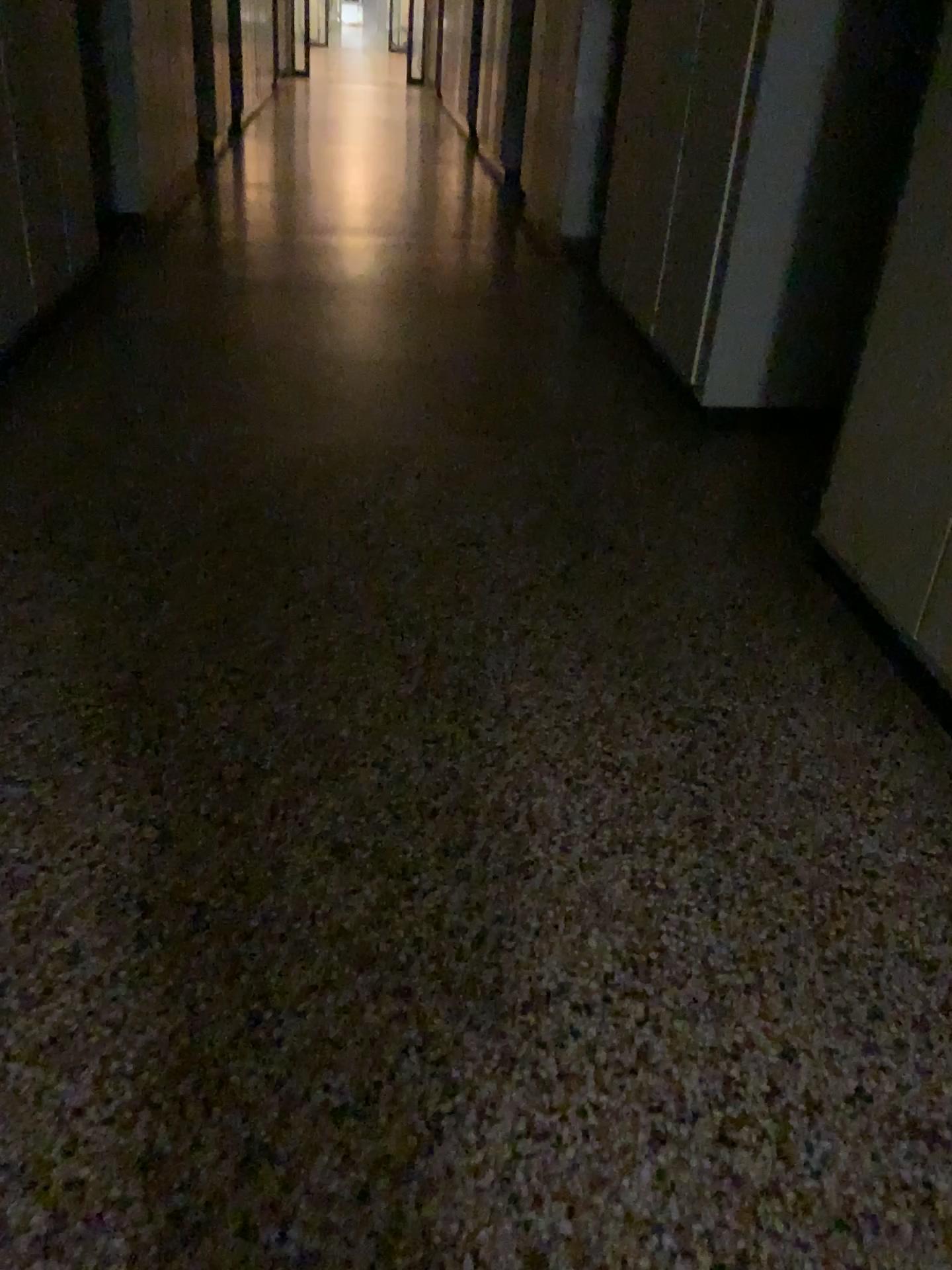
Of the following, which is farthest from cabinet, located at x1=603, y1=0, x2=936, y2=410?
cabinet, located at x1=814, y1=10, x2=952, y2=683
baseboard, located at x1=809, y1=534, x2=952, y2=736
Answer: baseboard, located at x1=809, y1=534, x2=952, y2=736

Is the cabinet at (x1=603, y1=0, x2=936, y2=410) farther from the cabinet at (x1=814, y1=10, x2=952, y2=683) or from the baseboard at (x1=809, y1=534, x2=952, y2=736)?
the baseboard at (x1=809, y1=534, x2=952, y2=736)

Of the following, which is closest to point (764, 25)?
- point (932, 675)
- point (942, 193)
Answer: point (942, 193)

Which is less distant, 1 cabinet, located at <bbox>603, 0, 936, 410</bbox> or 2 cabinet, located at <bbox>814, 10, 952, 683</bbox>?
2 cabinet, located at <bbox>814, 10, 952, 683</bbox>

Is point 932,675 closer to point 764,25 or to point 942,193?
point 942,193

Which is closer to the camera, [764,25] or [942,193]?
[942,193]

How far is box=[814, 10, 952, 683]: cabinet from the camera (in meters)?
2.40

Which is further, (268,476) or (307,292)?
(307,292)
